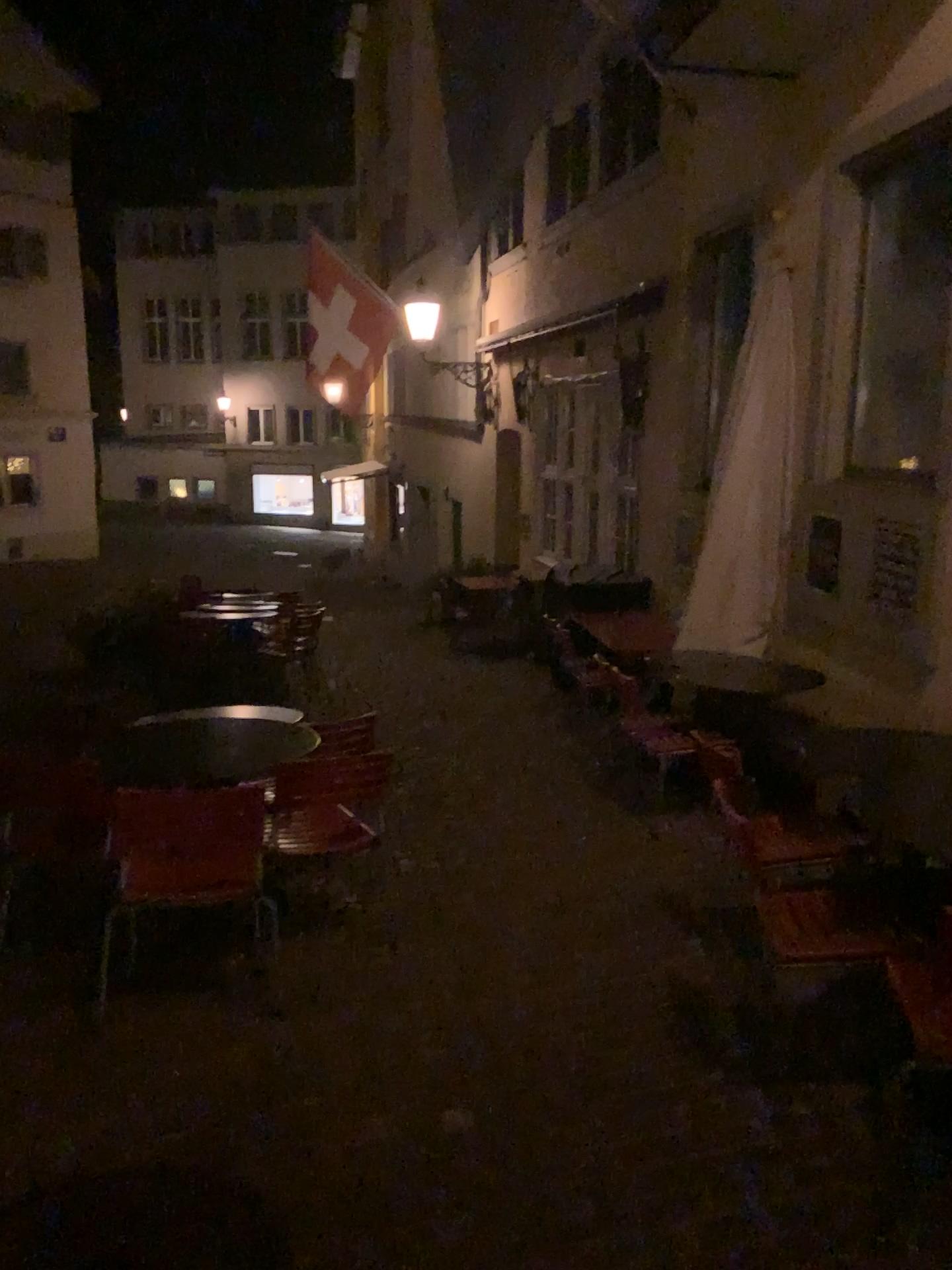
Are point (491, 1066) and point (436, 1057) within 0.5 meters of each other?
yes

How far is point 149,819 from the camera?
3.1 meters

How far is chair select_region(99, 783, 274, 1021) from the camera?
3.1m
